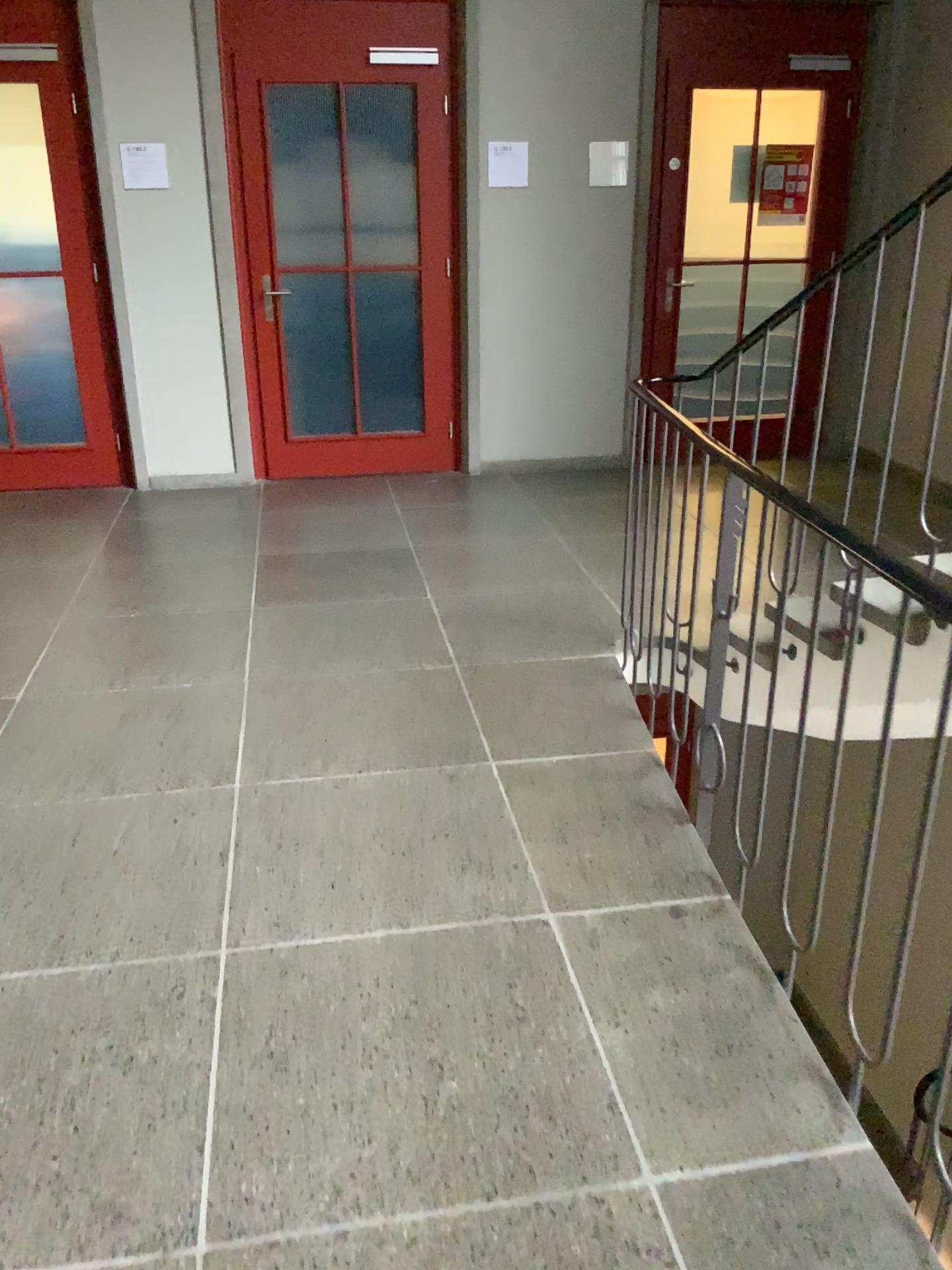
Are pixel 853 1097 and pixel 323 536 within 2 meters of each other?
no
